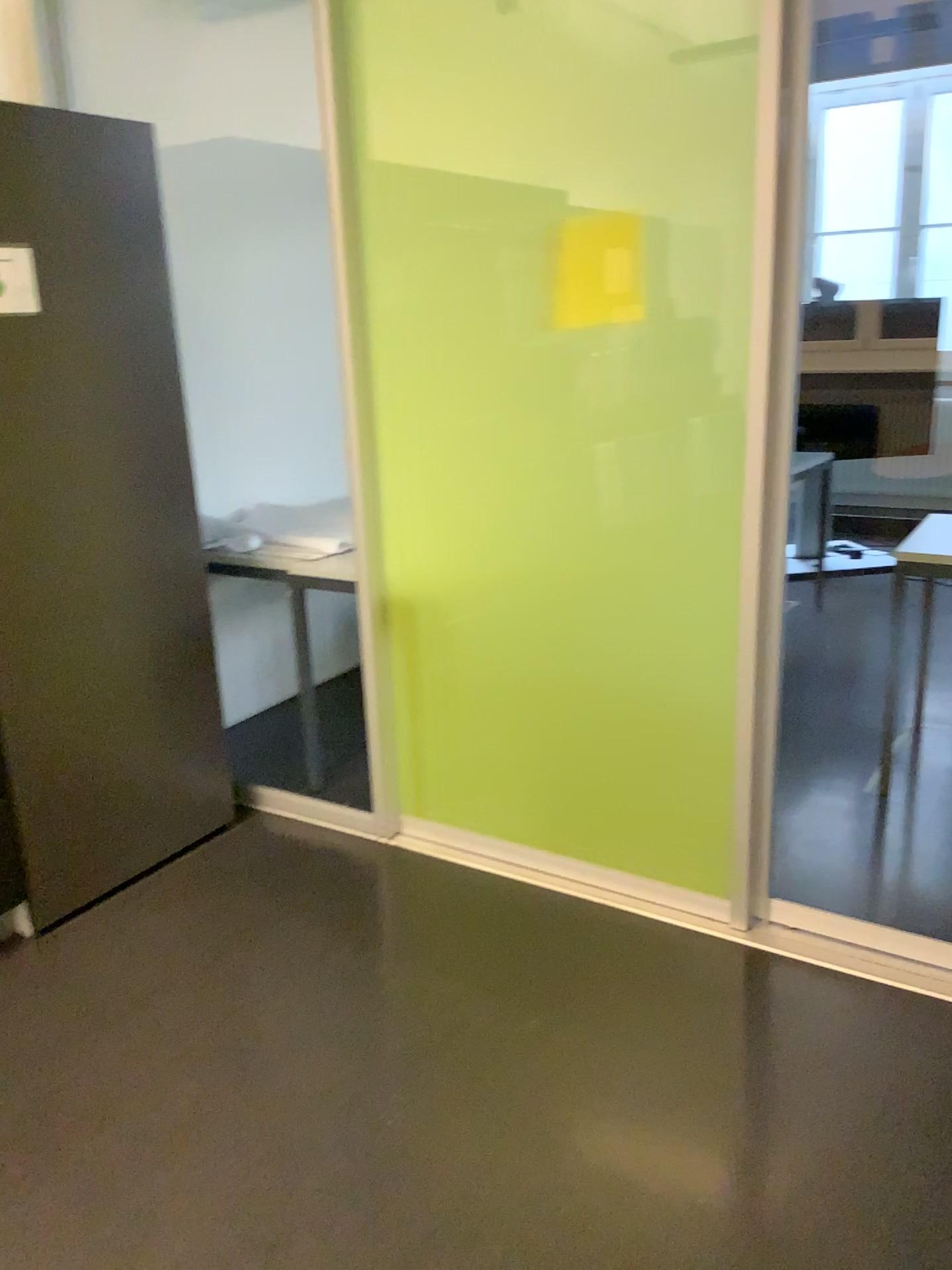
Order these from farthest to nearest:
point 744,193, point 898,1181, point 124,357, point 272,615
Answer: point 272,615
point 124,357
point 744,193
point 898,1181

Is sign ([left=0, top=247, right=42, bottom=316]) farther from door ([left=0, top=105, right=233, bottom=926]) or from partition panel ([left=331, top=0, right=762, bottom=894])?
partition panel ([left=331, top=0, right=762, bottom=894])

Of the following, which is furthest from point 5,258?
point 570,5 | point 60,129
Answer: point 570,5

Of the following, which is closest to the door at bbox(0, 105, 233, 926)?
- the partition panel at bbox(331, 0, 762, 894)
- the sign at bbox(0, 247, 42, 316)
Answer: the sign at bbox(0, 247, 42, 316)

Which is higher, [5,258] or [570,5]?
[570,5]

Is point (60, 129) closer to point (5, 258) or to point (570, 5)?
point (5, 258)

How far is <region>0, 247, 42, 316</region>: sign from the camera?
2.2m
